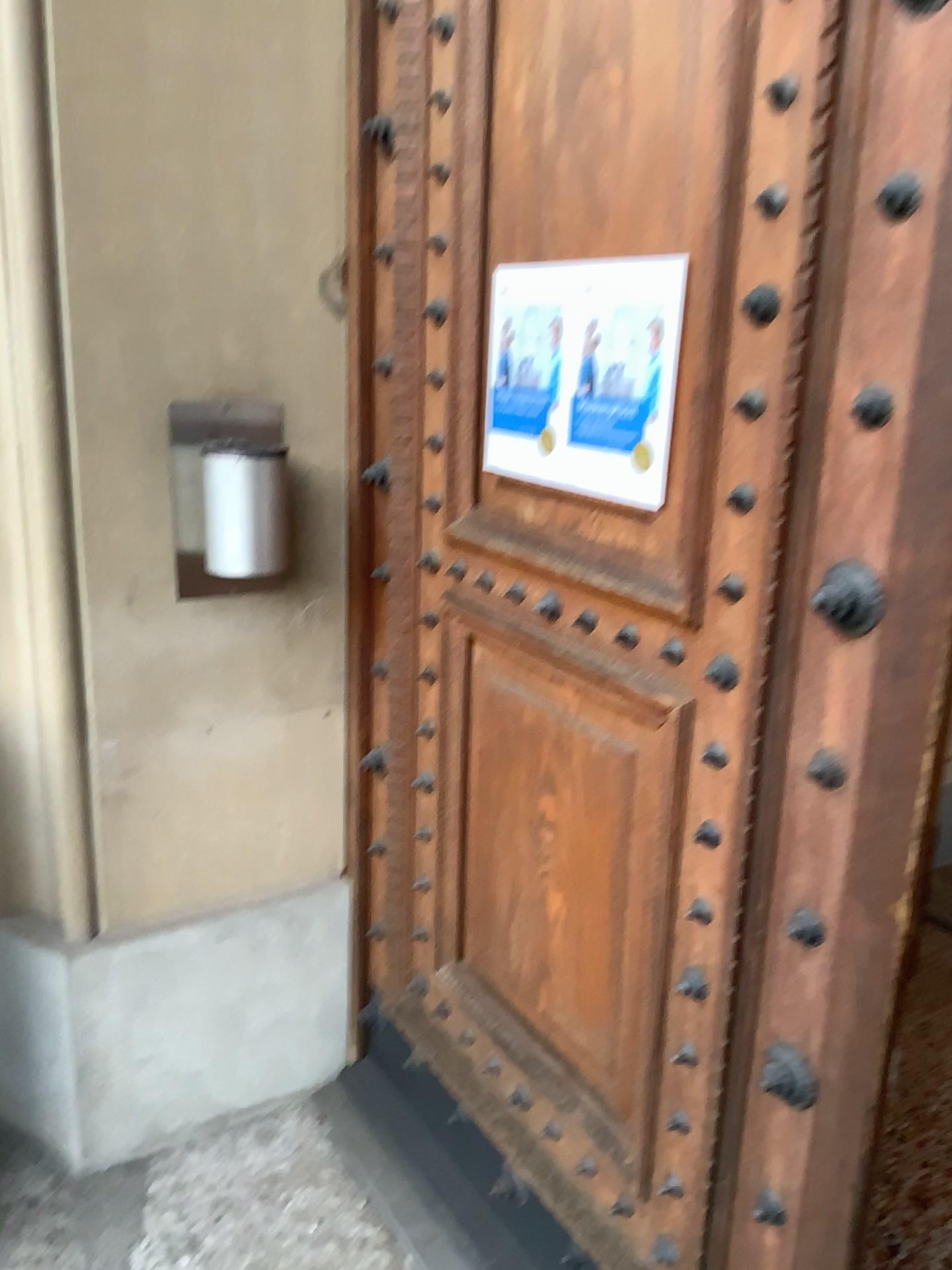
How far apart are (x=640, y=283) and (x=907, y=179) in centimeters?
40cm

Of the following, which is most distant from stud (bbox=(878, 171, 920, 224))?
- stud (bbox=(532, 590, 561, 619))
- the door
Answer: stud (bbox=(532, 590, 561, 619))

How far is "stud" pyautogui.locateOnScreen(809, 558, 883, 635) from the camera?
1.03m

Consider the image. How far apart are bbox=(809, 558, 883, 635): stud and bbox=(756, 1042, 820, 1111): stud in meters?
0.5 m

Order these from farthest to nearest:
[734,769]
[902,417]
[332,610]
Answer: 1. [332,610]
2. [734,769]
3. [902,417]

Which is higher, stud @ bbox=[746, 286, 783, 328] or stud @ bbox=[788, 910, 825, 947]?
stud @ bbox=[746, 286, 783, 328]

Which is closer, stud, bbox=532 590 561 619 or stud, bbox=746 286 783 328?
stud, bbox=746 286 783 328

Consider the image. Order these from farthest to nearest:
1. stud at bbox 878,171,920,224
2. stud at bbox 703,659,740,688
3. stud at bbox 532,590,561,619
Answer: stud at bbox 532,590,561,619 → stud at bbox 703,659,740,688 → stud at bbox 878,171,920,224

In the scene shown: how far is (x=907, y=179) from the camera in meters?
1.0

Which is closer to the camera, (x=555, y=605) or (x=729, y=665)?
(x=729, y=665)
